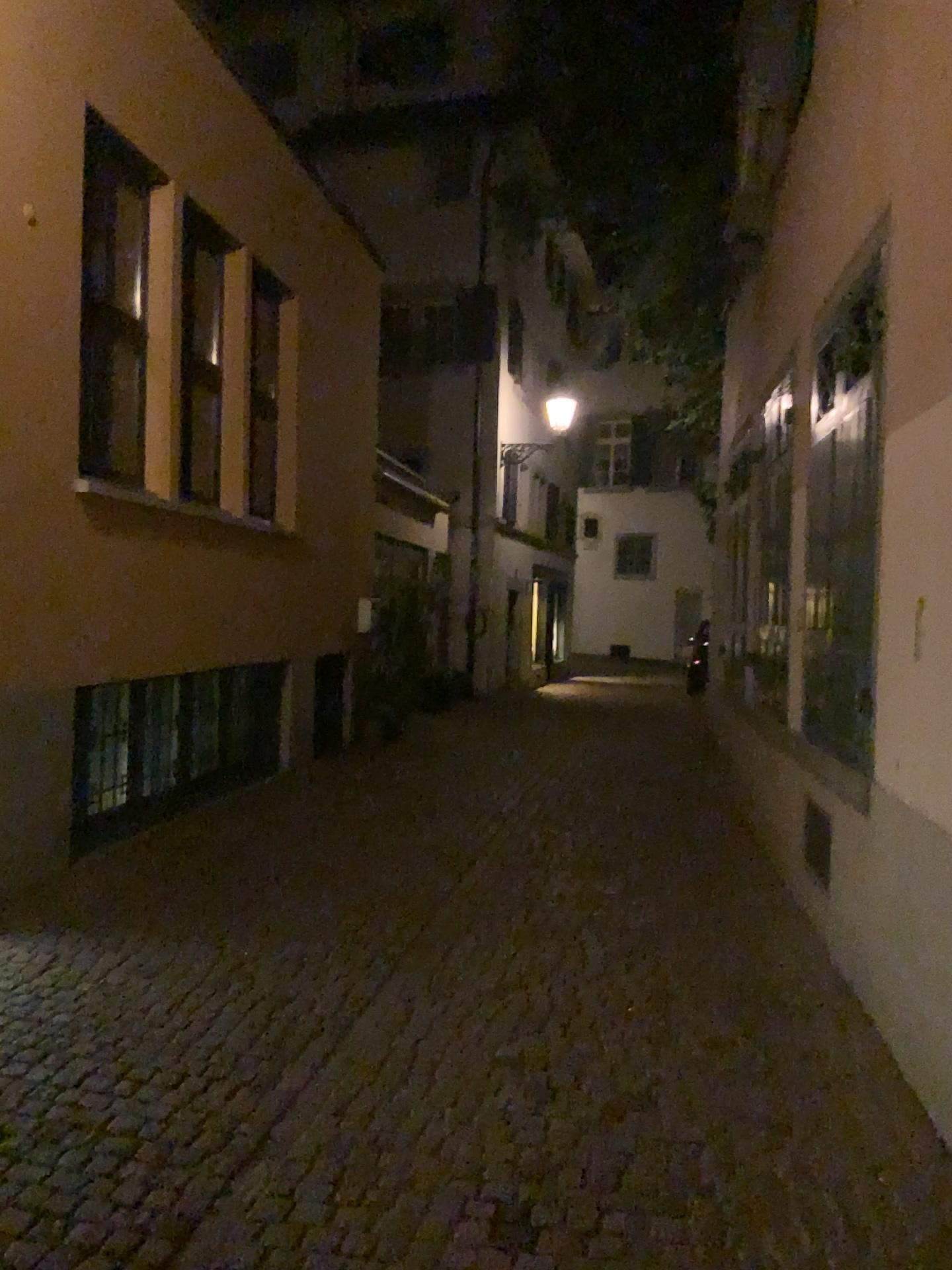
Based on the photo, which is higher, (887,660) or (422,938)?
(887,660)
